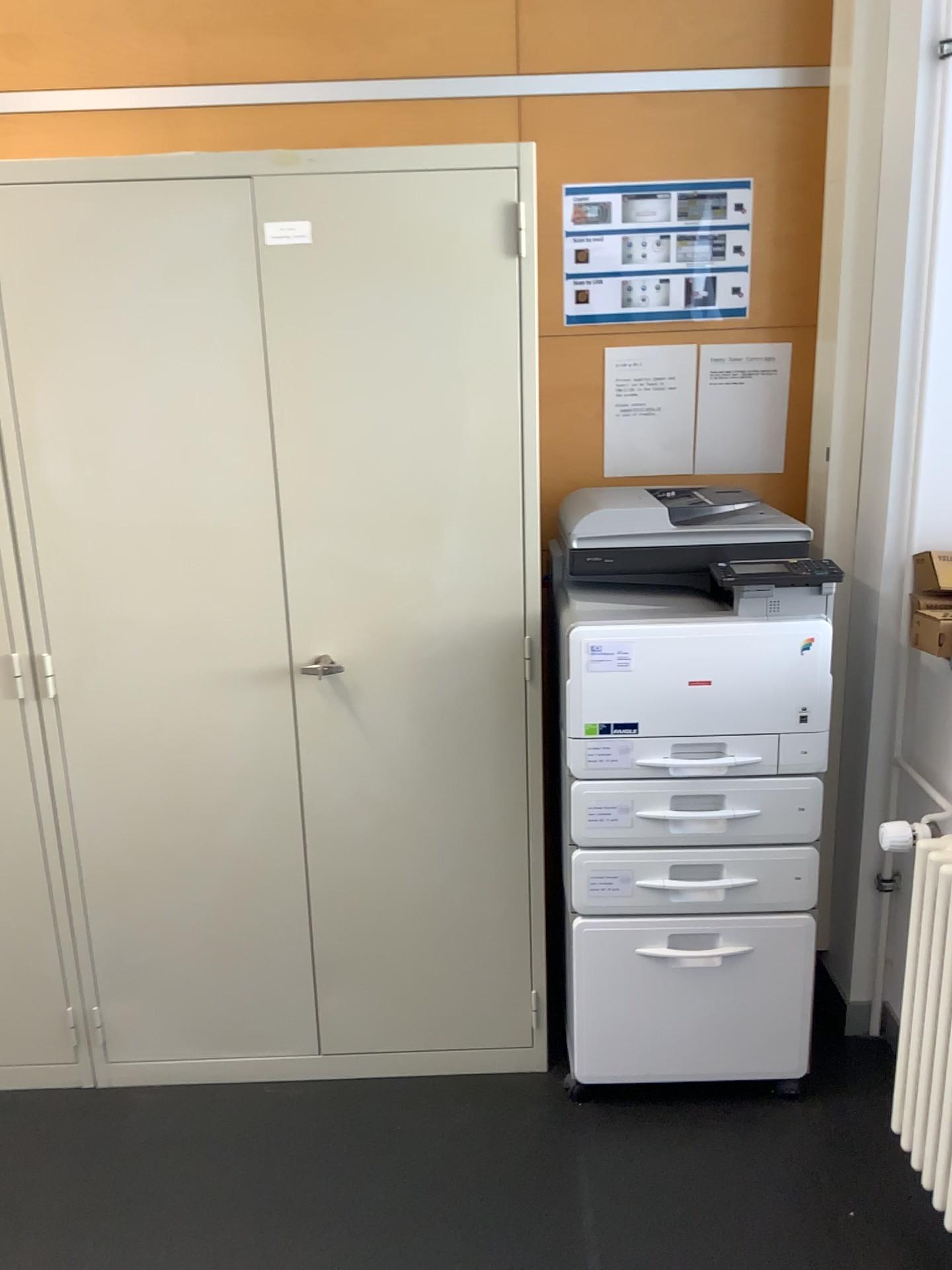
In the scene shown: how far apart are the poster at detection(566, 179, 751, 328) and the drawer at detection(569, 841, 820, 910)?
1.20m

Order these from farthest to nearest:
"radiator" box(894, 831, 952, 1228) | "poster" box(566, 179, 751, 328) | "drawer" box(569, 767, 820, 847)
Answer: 1. "poster" box(566, 179, 751, 328)
2. "drawer" box(569, 767, 820, 847)
3. "radiator" box(894, 831, 952, 1228)

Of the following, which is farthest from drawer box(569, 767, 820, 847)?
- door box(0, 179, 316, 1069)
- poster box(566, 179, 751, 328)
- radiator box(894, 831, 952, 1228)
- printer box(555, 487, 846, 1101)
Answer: poster box(566, 179, 751, 328)

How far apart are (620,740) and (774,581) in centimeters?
41cm

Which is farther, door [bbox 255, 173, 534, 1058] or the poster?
the poster

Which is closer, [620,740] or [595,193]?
[620,740]

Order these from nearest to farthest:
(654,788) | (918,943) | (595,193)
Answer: (918,943)
(654,788)
(595,193)

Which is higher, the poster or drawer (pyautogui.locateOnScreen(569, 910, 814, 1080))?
the poster

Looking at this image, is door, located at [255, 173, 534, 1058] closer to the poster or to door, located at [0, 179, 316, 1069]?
door, located at [0, 179, 316, 1069]

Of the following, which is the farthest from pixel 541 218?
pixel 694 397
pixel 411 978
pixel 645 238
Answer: pixel 411 978
